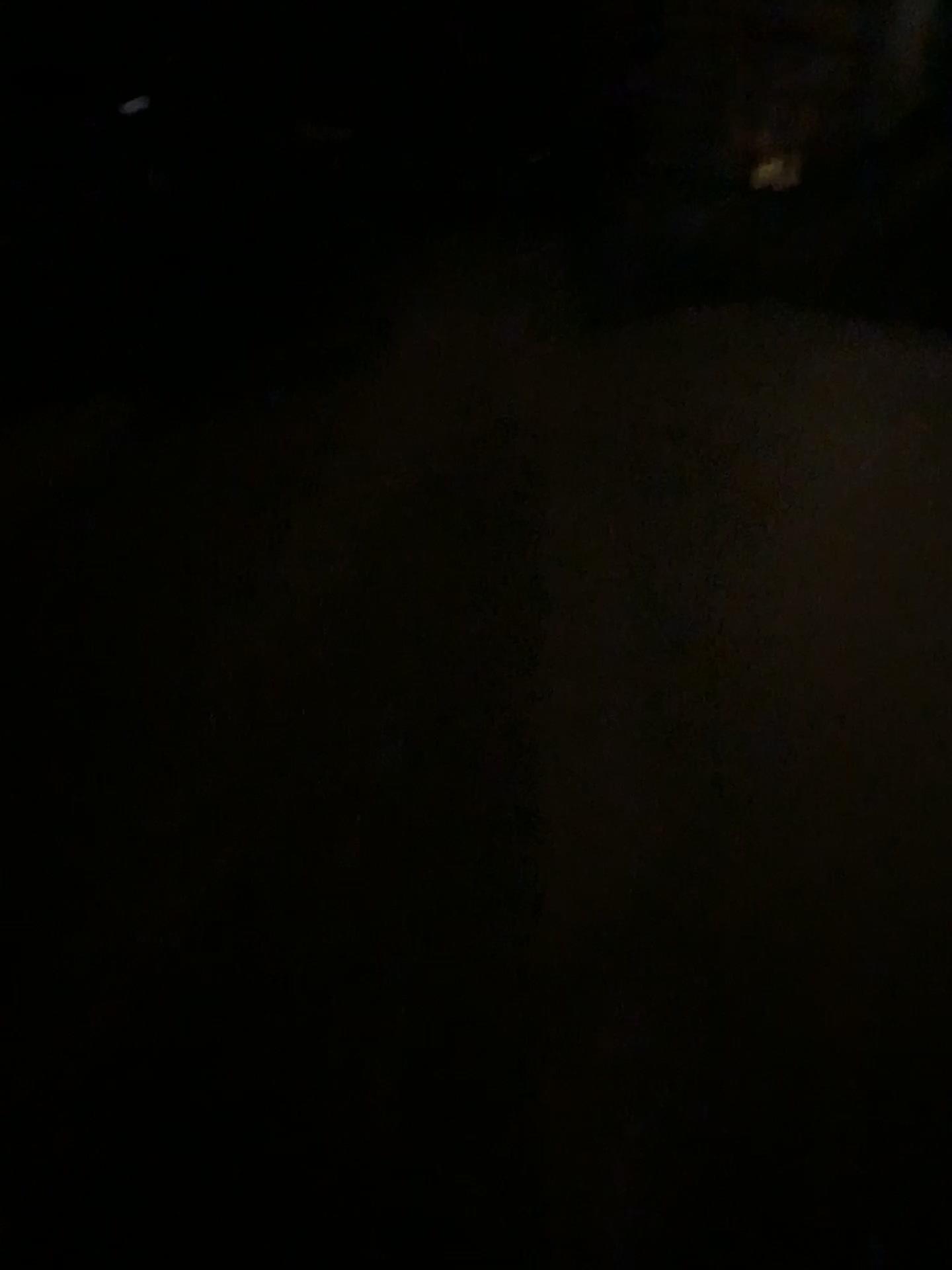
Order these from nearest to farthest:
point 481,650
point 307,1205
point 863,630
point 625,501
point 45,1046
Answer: point 307,1205 → point 45,1046 → point 481,650 → point 863,630 → point 625,501
